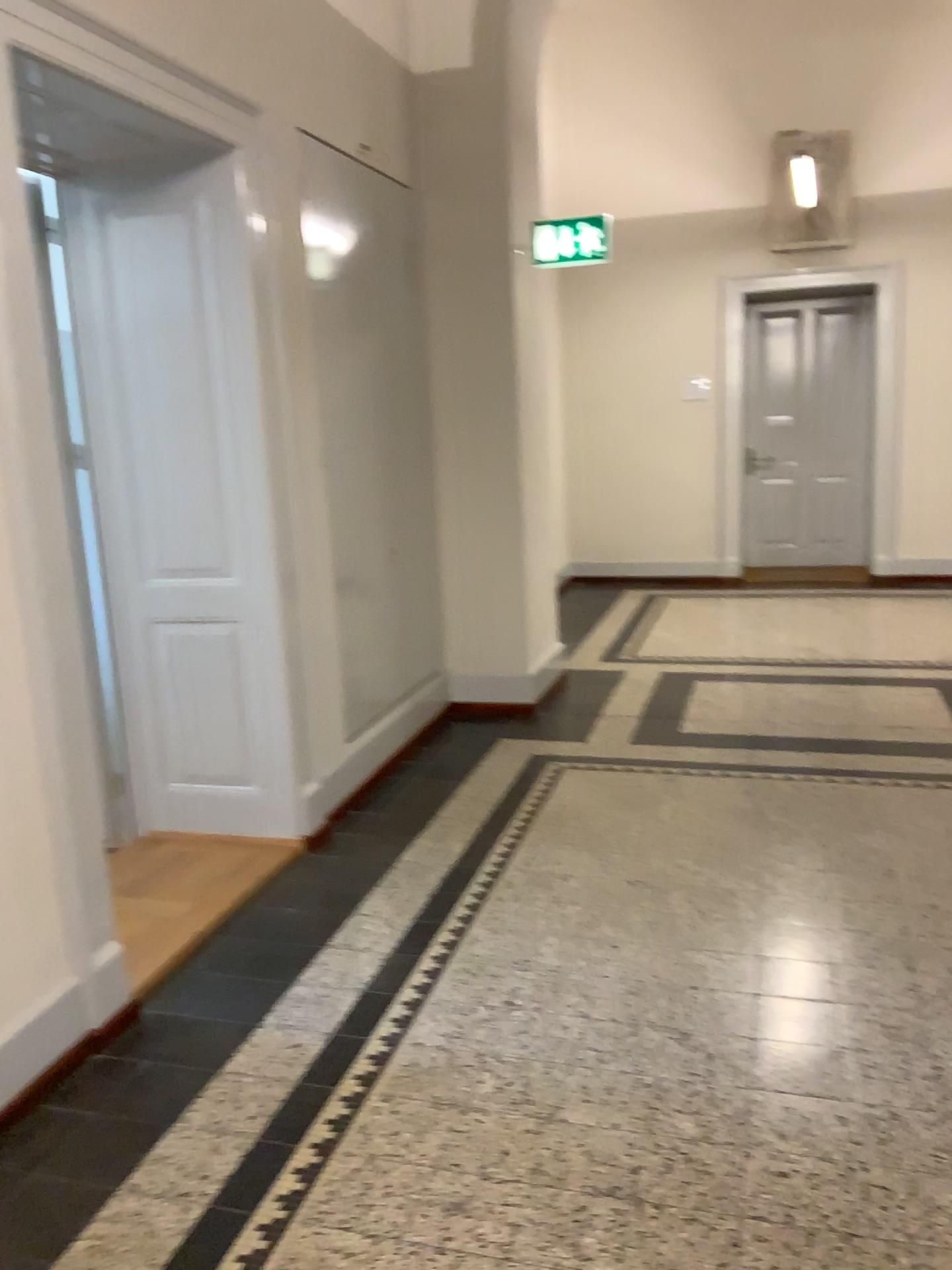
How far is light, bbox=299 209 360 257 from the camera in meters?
3.9 m

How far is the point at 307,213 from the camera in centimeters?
386cm

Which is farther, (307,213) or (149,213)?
(307,213)

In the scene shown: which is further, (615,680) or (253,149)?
(615,680)

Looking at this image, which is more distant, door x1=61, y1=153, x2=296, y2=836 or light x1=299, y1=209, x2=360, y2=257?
light x1=299, y1=209, x2=360, y2=257
